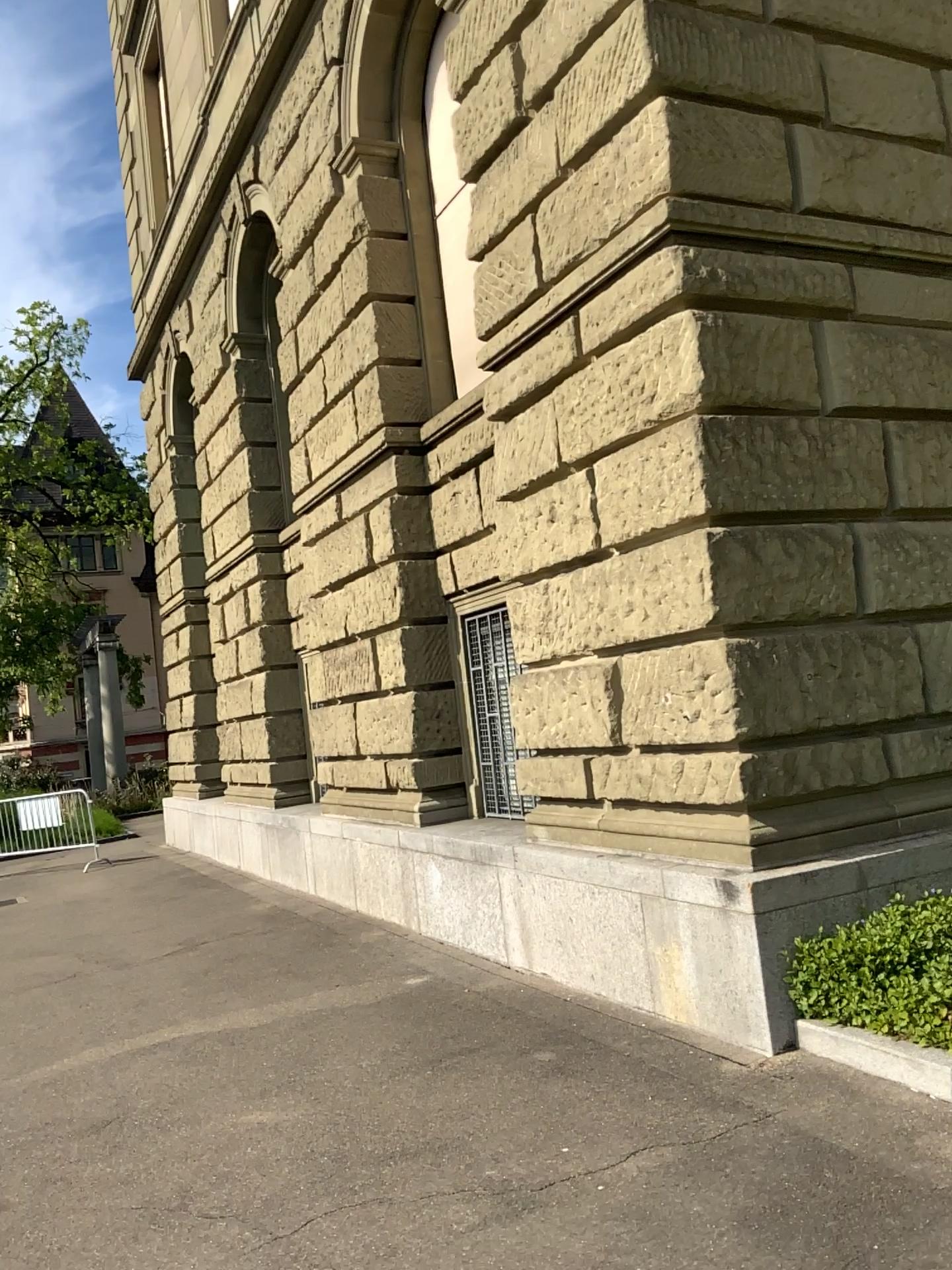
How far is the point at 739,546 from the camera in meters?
4.8
